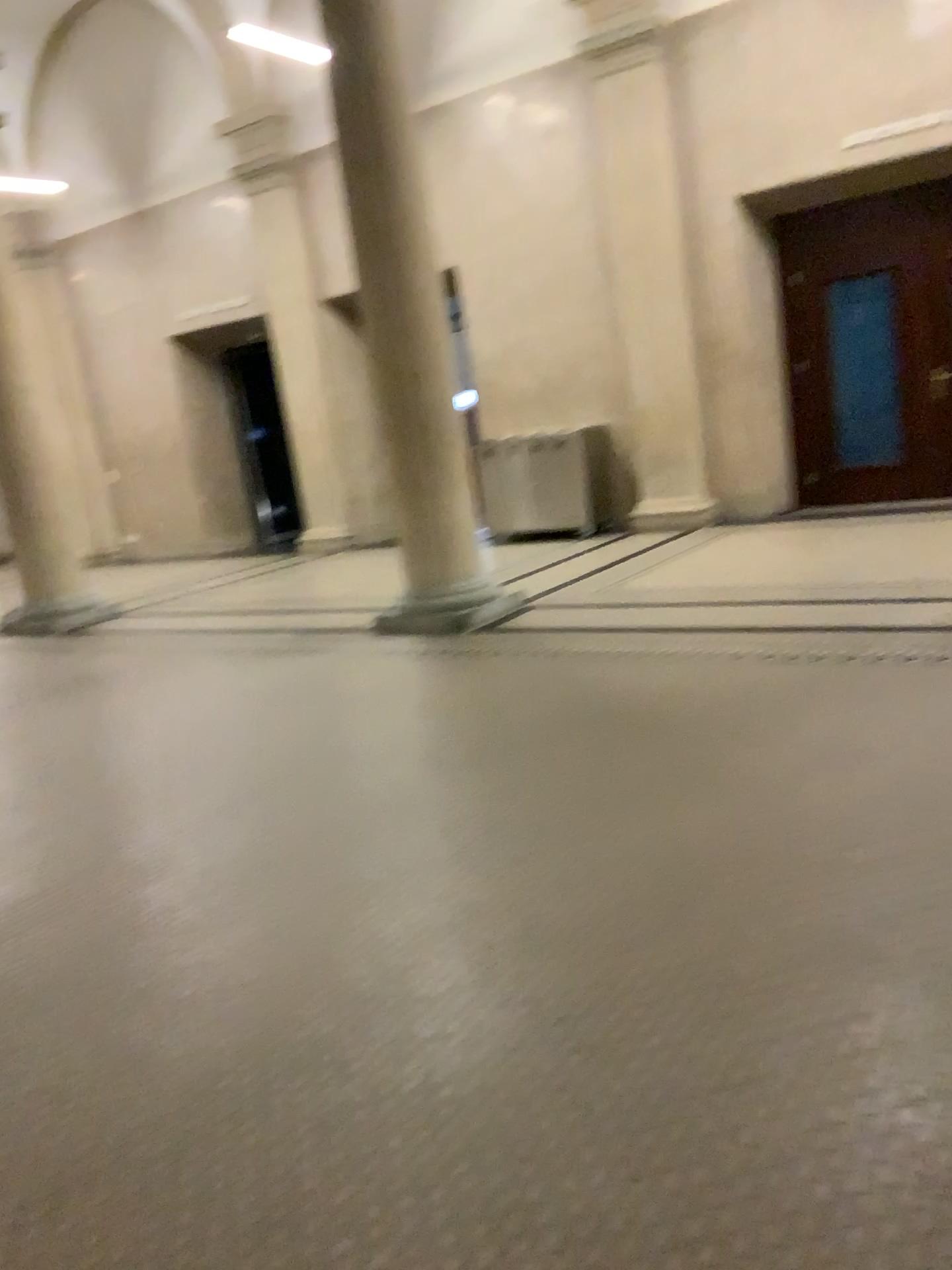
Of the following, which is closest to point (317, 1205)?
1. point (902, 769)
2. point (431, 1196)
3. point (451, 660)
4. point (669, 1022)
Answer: point (431, 1196)
